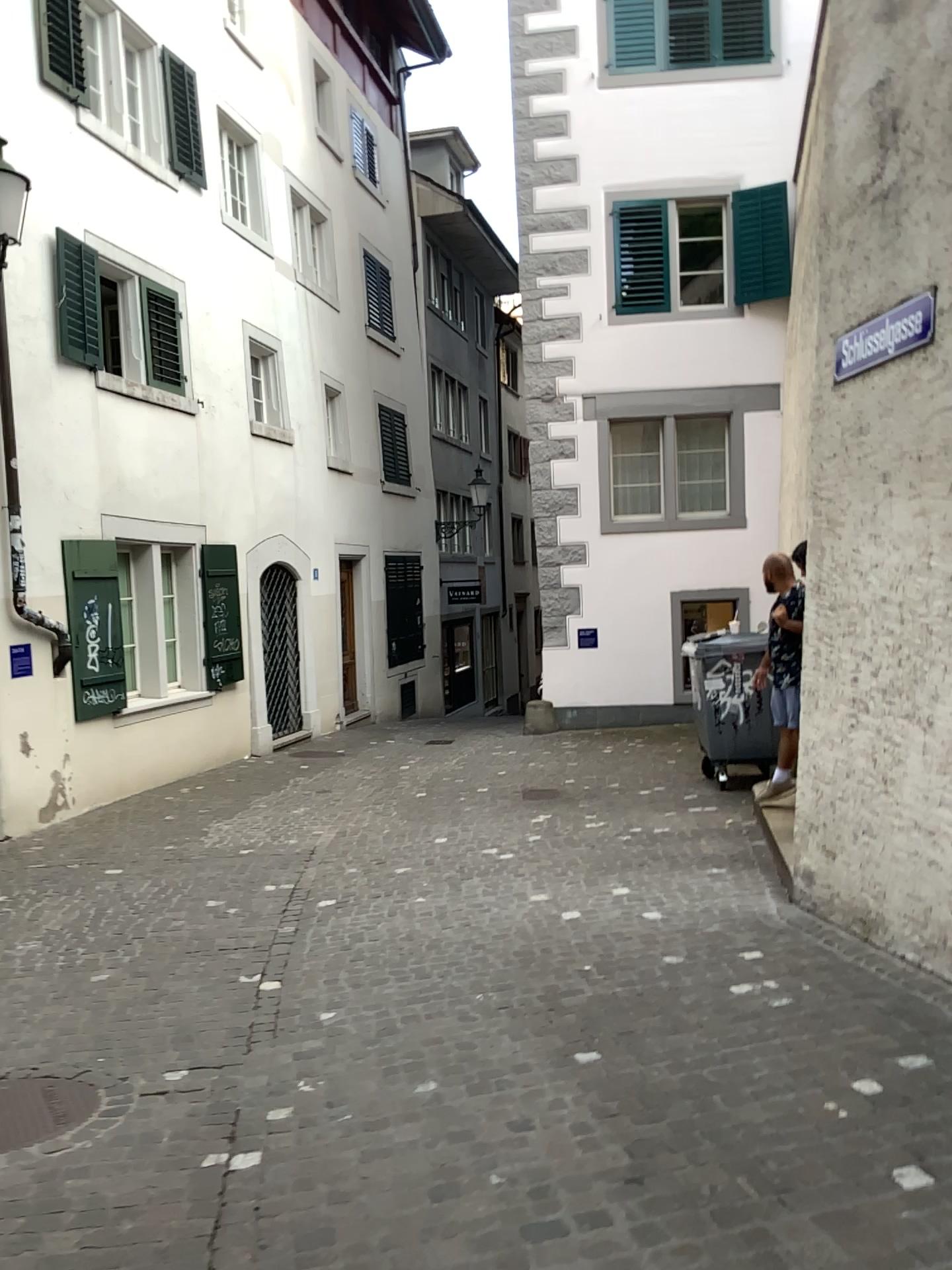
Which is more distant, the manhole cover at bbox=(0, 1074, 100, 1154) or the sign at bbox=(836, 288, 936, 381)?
the sign at bbox=(836, 288, 936, 381)

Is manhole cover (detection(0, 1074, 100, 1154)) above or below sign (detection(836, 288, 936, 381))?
below

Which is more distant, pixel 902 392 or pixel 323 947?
pixel 323 947

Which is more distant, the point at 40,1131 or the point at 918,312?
the point at 918,312

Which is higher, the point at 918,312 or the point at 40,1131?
the point at 918,312
